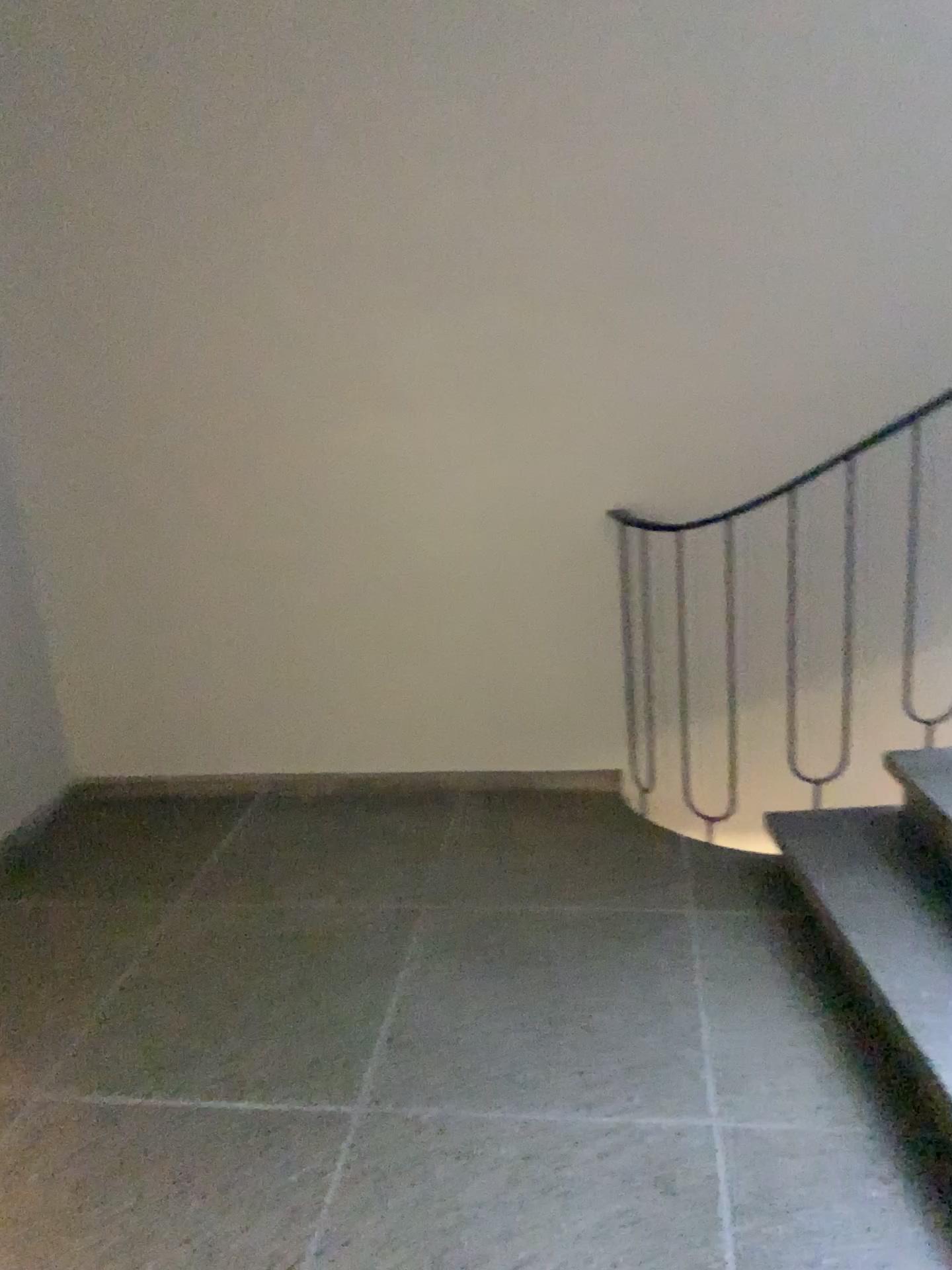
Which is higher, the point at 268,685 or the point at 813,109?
the point at 813,109
